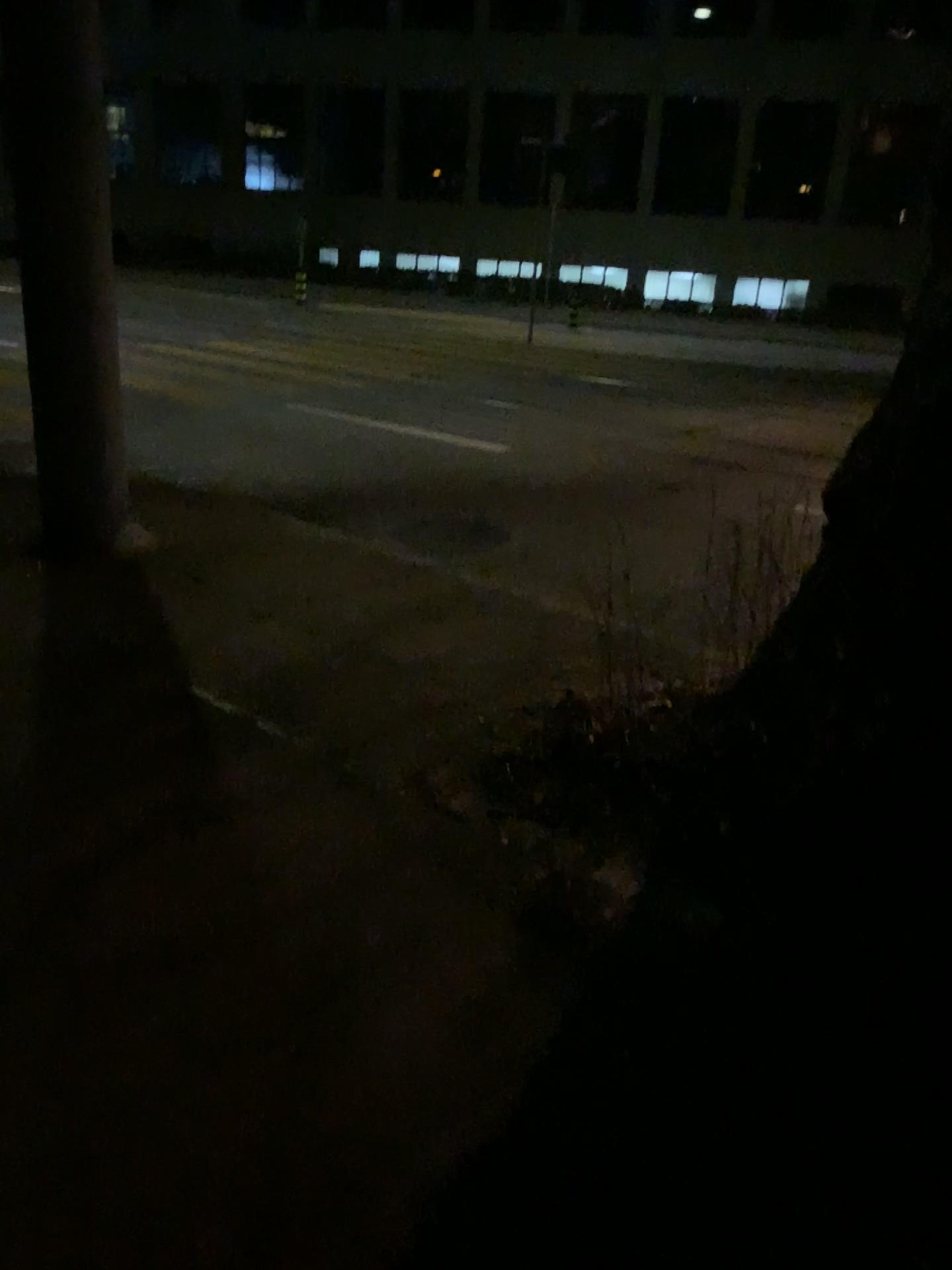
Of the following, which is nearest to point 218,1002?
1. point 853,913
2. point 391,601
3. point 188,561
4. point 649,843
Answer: point 649,843
